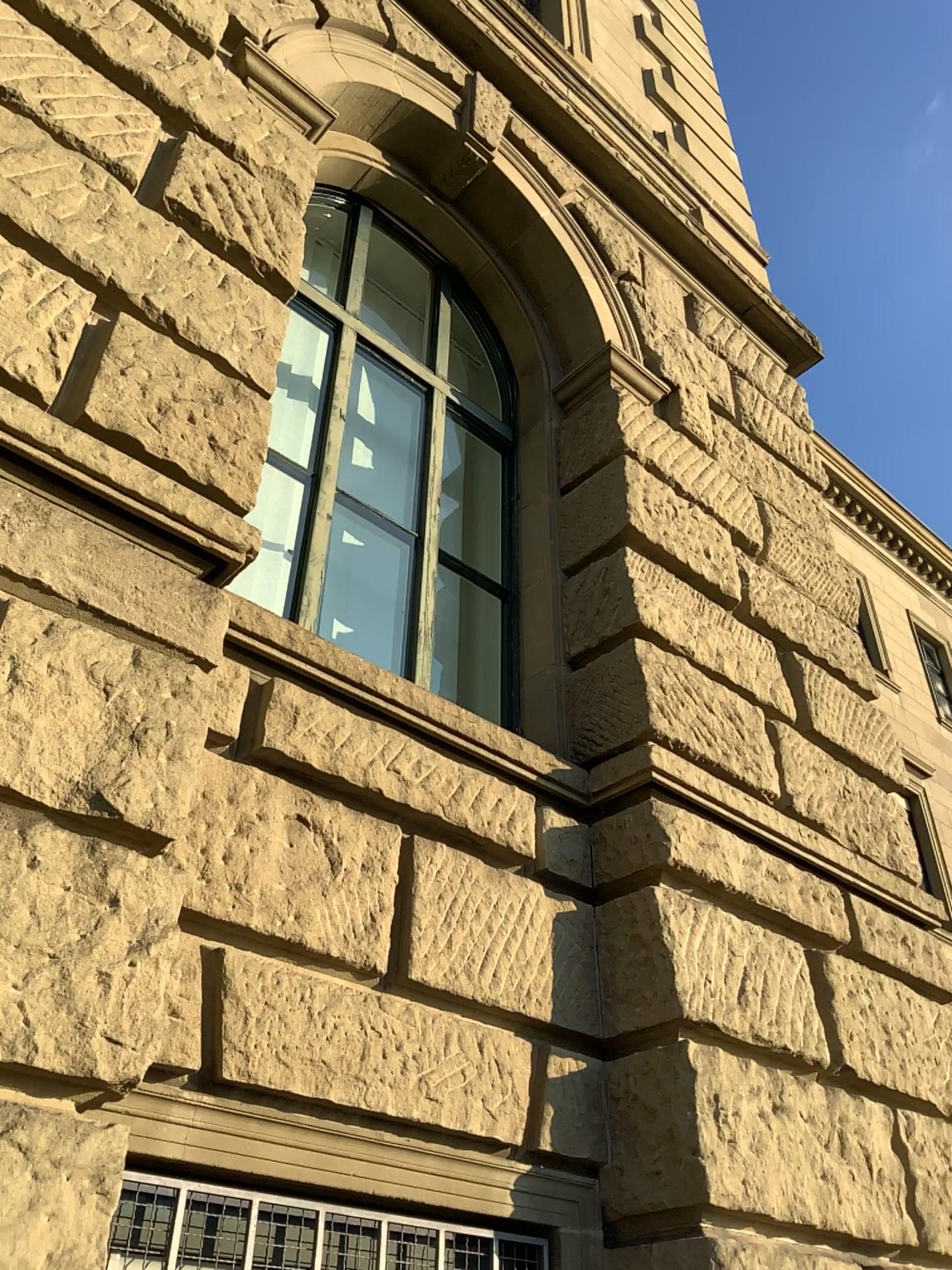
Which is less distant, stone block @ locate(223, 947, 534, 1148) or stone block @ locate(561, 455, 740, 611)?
stone block @ locate(223, 947, 534, 1148)

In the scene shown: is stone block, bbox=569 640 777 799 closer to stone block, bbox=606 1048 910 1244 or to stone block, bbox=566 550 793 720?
stone block, bbox=566 550 793 720

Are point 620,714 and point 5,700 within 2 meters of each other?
no

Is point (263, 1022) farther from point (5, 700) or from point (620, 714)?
point (620, 714)

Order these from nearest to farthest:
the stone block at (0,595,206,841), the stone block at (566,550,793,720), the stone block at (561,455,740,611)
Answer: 1. the stone block at (0,595,206,841)
2. the stone block at (566,550,793,720)
3. the stone block at (561,455,740,611)

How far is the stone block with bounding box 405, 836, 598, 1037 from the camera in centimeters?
310cm

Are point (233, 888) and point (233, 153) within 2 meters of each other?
no

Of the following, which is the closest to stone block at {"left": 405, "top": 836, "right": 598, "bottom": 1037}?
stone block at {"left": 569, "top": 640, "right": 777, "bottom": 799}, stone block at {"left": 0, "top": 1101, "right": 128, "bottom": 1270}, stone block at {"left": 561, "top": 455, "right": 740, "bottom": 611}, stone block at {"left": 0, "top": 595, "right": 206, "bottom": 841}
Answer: stone block at {"left": 569, "top": 640, "right": 777, "bottom": 799}

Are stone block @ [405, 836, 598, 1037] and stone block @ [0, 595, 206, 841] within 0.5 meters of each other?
no

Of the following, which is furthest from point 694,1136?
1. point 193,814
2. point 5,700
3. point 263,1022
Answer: point 5,700
